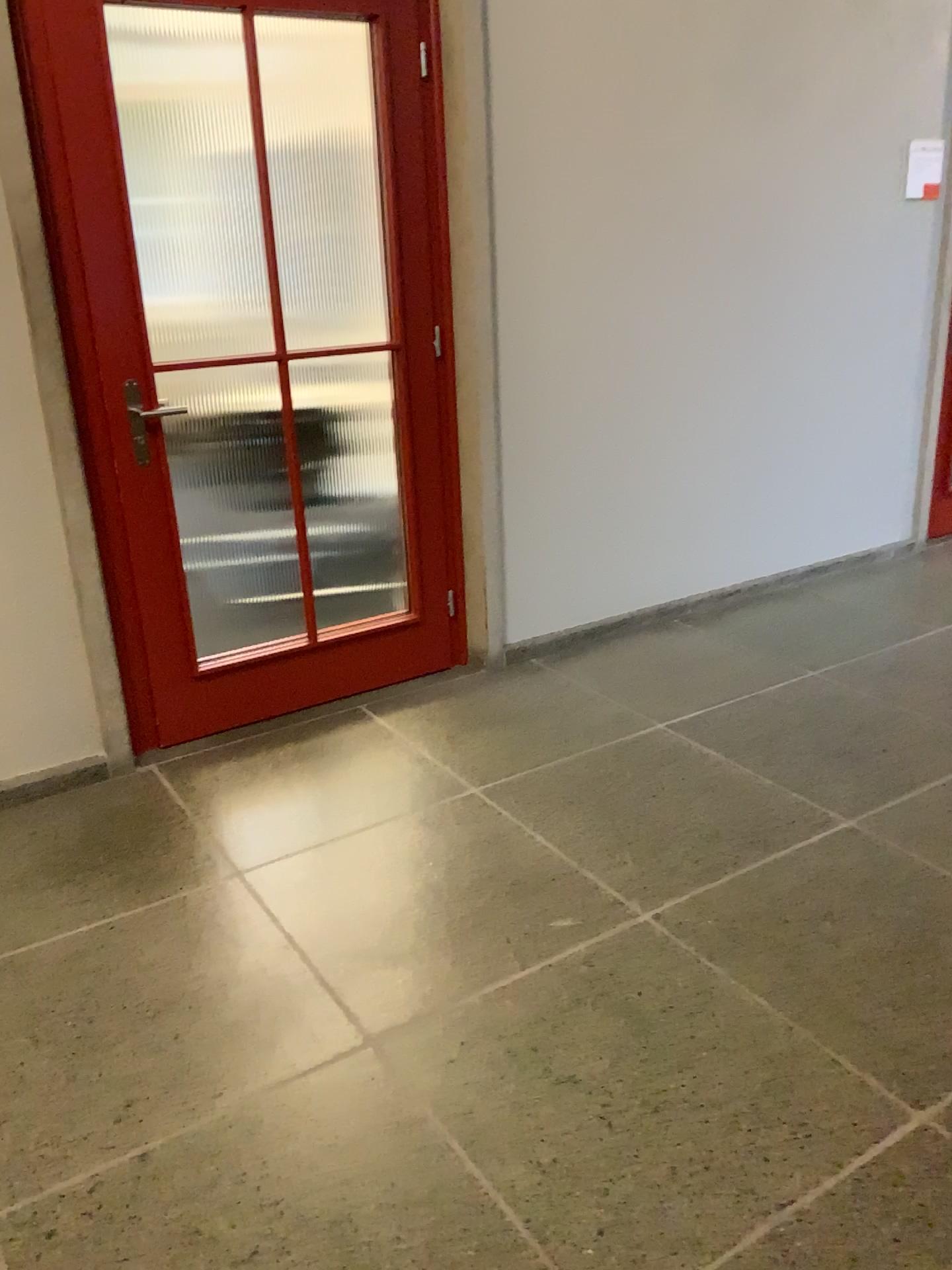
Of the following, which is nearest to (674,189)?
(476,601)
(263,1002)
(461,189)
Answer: (461,189)

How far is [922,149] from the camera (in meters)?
4.20

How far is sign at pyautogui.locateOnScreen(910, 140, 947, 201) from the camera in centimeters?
420cm
